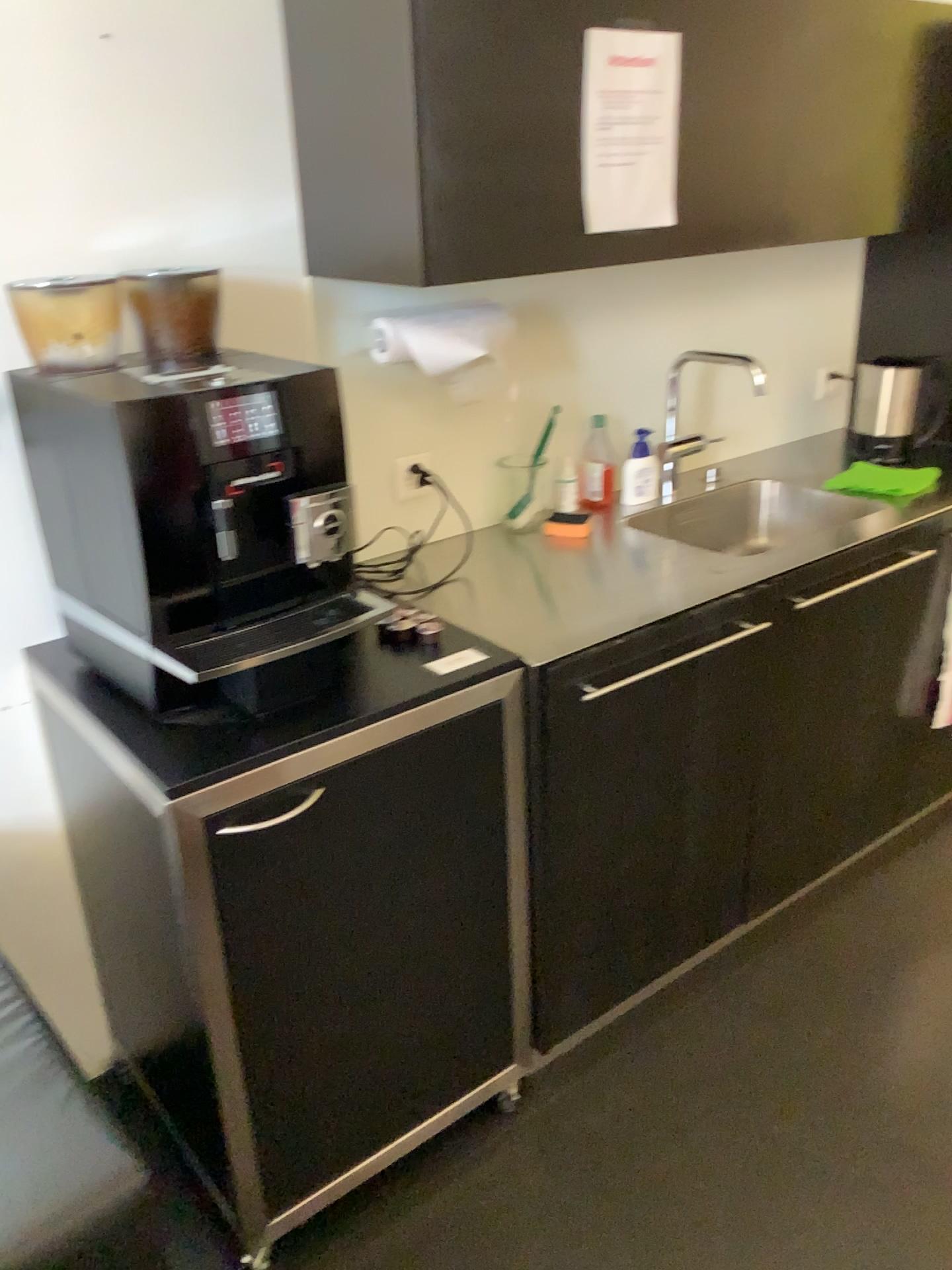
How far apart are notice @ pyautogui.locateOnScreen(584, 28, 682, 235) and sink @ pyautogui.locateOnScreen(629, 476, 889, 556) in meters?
0.7 m

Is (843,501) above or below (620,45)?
below

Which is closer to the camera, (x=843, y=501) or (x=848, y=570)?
(x=848, y=570)

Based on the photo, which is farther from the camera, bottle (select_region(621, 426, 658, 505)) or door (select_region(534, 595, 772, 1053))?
bottle (select_region(621, 426, 658, 505))

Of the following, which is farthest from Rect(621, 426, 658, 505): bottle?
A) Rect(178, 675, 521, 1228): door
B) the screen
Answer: the screen

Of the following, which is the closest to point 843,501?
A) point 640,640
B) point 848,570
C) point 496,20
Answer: point 848,570

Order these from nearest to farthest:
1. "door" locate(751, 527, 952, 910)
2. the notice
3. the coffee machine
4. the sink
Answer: the coffee machine → the notice → "door" locate(751, 527, 952, 910) → the sink

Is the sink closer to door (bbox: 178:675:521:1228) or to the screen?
door (bbox: 178:675:521:1228)

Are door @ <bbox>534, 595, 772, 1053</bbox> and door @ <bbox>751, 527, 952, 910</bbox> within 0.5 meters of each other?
yes

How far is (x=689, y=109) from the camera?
1.8 meters
